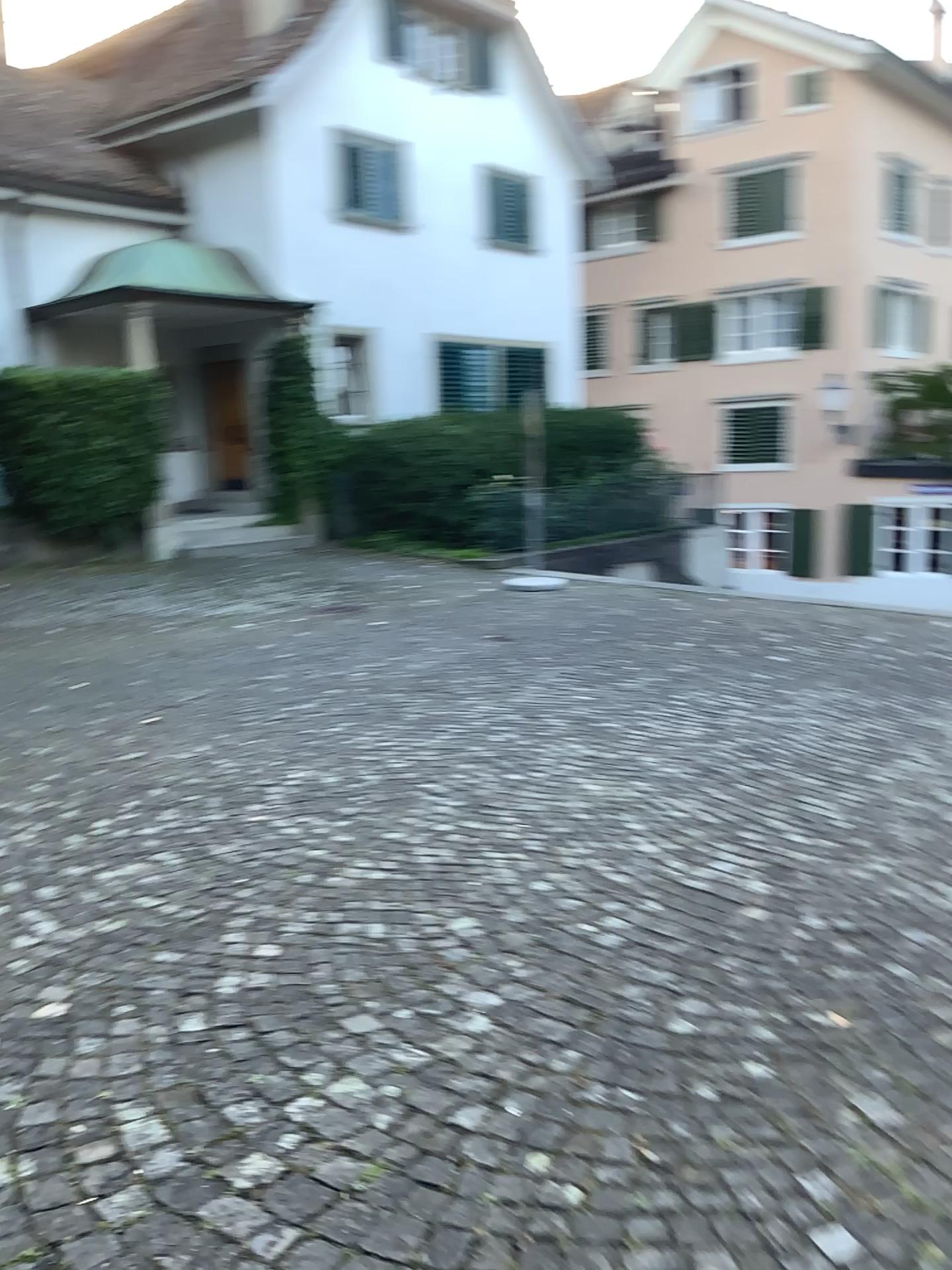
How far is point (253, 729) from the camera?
5.4 meters
